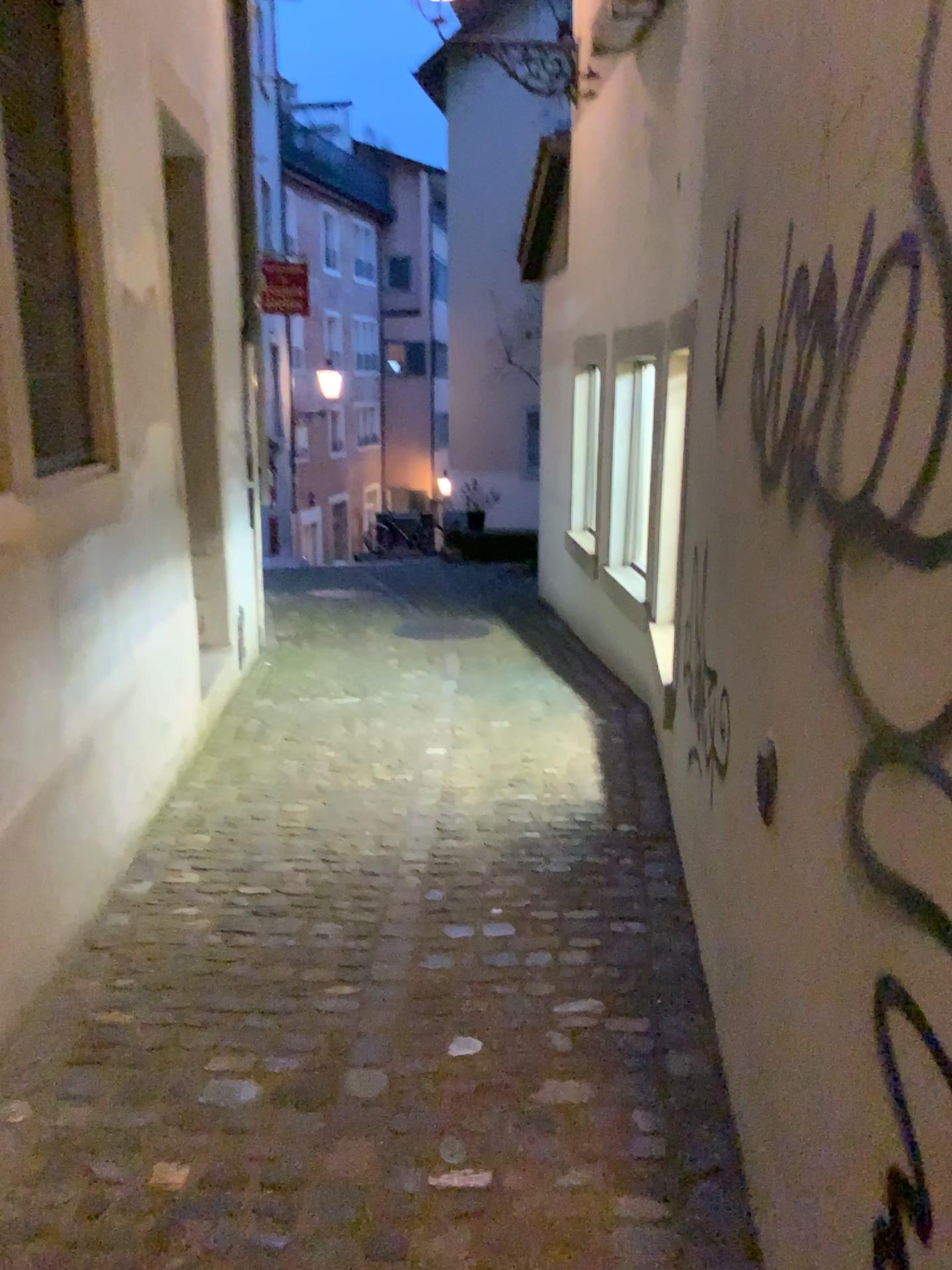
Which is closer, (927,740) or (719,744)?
(927,740)

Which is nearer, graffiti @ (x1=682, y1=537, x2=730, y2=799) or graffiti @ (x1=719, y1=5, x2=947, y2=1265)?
graffiti @ (x1=719, y1=5, x2=947, y2=1265)

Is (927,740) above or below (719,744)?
above

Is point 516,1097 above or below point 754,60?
below
